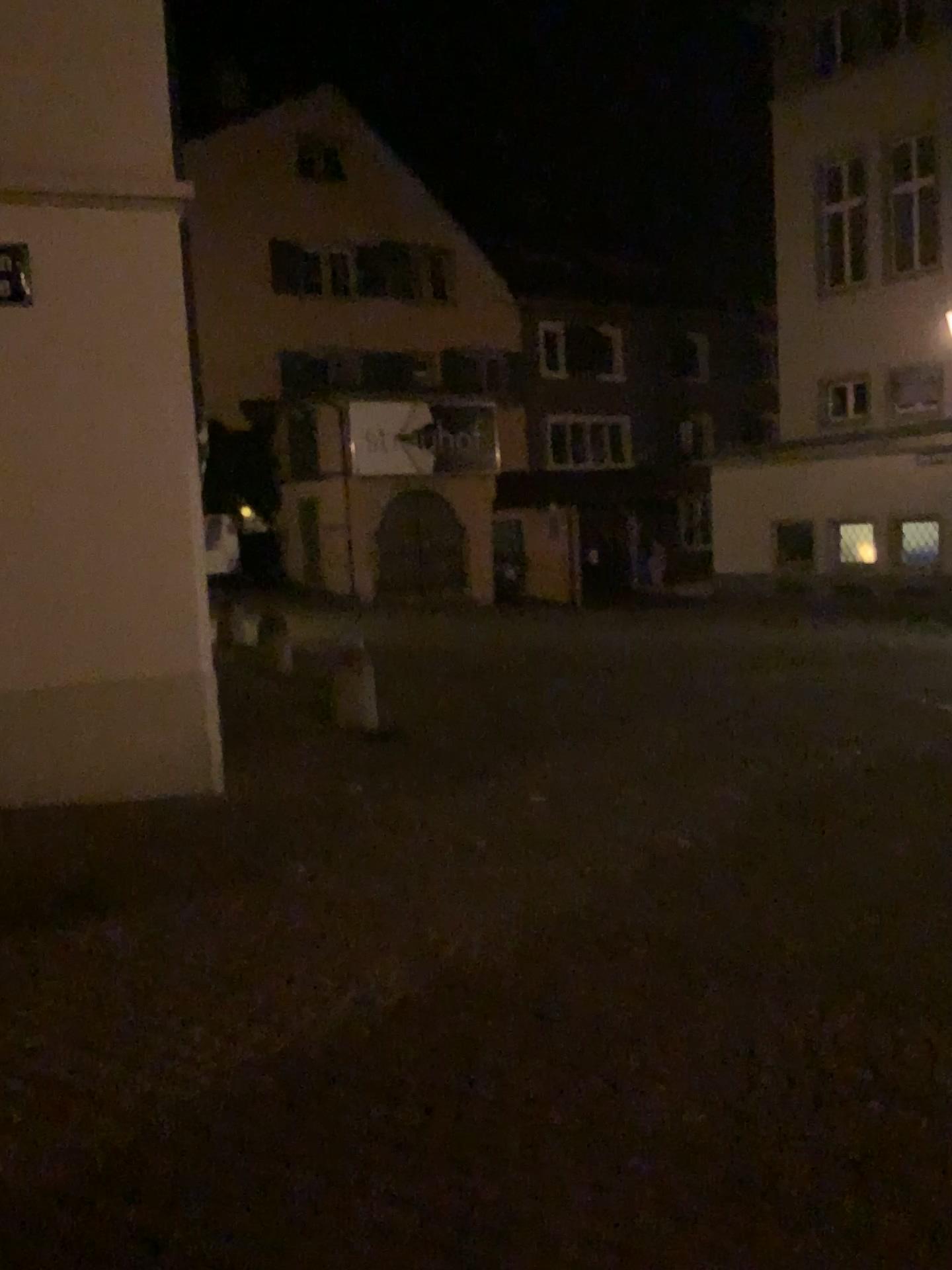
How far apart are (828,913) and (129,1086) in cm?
309
